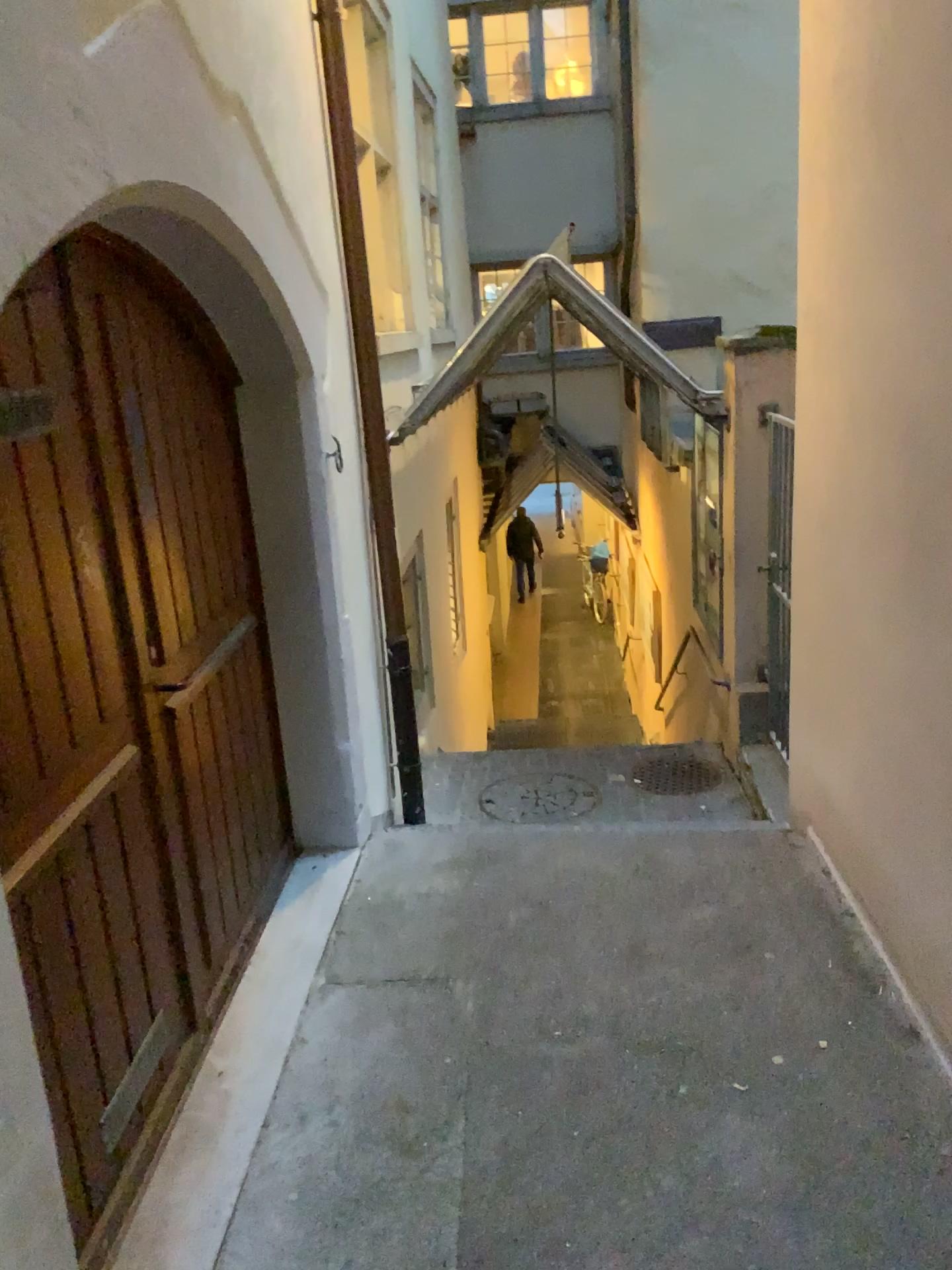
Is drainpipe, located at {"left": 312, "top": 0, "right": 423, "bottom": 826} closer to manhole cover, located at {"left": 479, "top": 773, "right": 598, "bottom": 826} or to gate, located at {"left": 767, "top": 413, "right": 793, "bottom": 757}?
manhole cover, located at {"left": 479, "top": 773, "right": 598, "bottom": 826}

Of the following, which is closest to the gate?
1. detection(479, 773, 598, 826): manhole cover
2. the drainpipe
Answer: detection(479, 773, 598, 826): manhole cover

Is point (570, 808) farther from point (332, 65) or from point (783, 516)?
point (332, 65)

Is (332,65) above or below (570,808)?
above

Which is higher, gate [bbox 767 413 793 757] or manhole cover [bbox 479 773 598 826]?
gate [bbox 767 413 793 757]

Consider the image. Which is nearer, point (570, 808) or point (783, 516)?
Result: point (783, 516)

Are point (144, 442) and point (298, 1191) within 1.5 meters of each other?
no

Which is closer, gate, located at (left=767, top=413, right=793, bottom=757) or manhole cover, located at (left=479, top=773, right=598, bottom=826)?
gate, located at (left=767, top=413, right=793, bottom=757)
